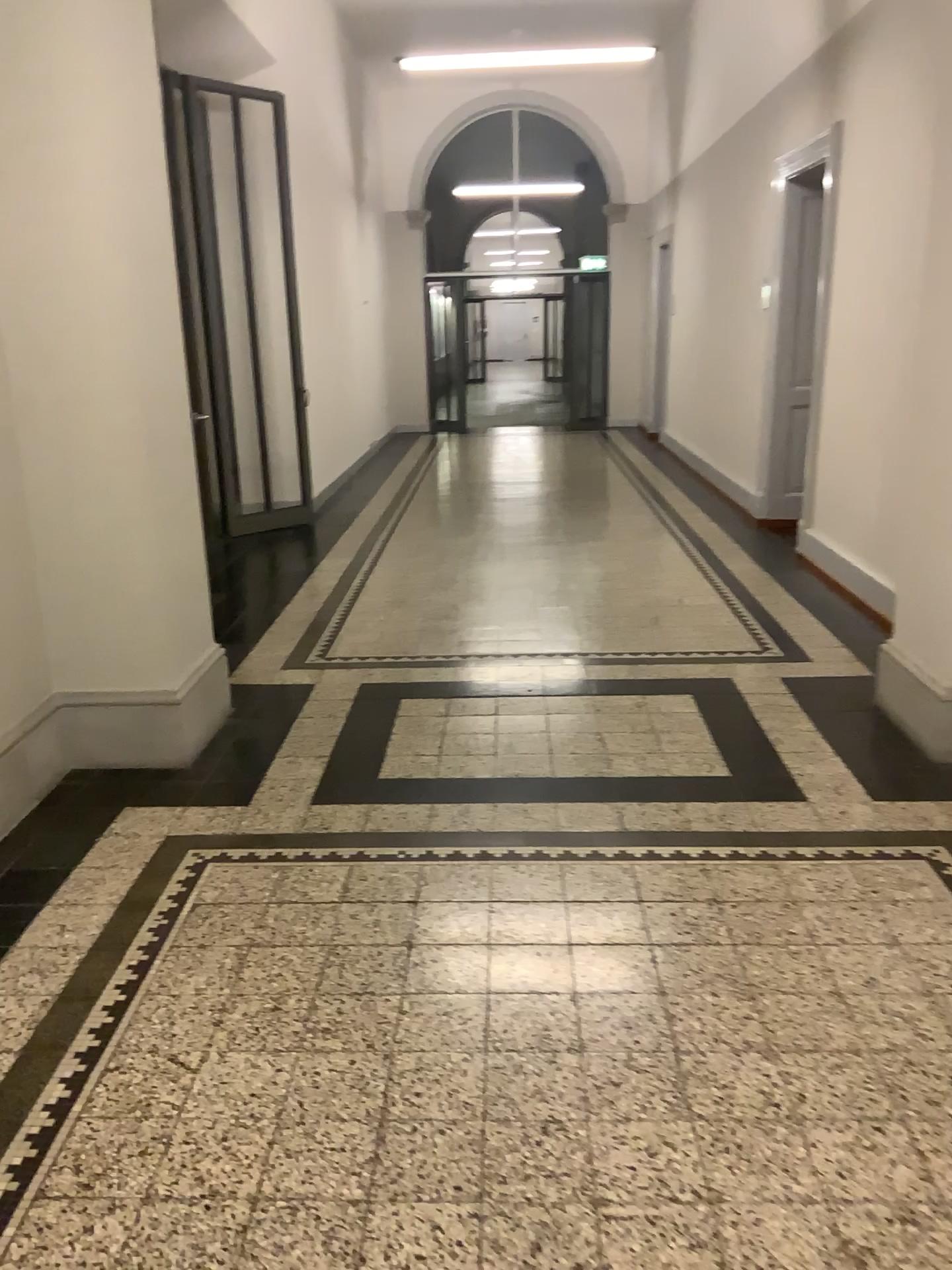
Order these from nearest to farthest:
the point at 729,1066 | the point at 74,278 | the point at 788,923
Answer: the point at 729,1066 < the point at 788,923 < the point at 74,278
